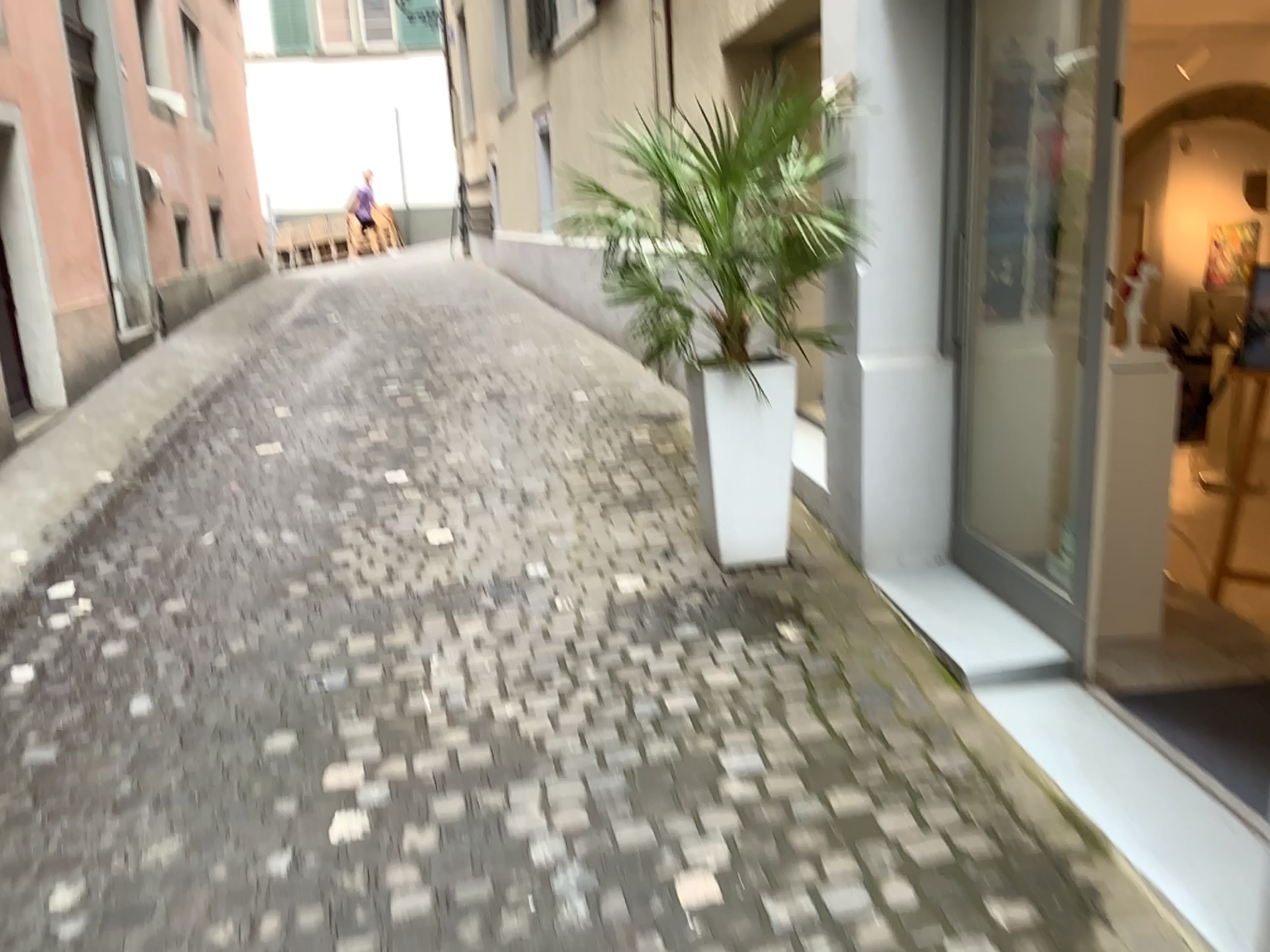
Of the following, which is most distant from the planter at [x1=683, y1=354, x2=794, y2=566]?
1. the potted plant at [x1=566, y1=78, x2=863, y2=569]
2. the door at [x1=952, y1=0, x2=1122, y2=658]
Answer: the door at [x1=952, y1=0, x2=1122, y2=658]

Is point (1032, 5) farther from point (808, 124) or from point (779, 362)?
point (779, 362)

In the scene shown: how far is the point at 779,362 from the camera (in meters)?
3.46

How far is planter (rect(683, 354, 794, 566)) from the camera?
3.46m

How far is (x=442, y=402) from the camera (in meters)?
5.69

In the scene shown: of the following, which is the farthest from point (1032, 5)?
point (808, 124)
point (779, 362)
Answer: point (779, 362)

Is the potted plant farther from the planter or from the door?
the door
